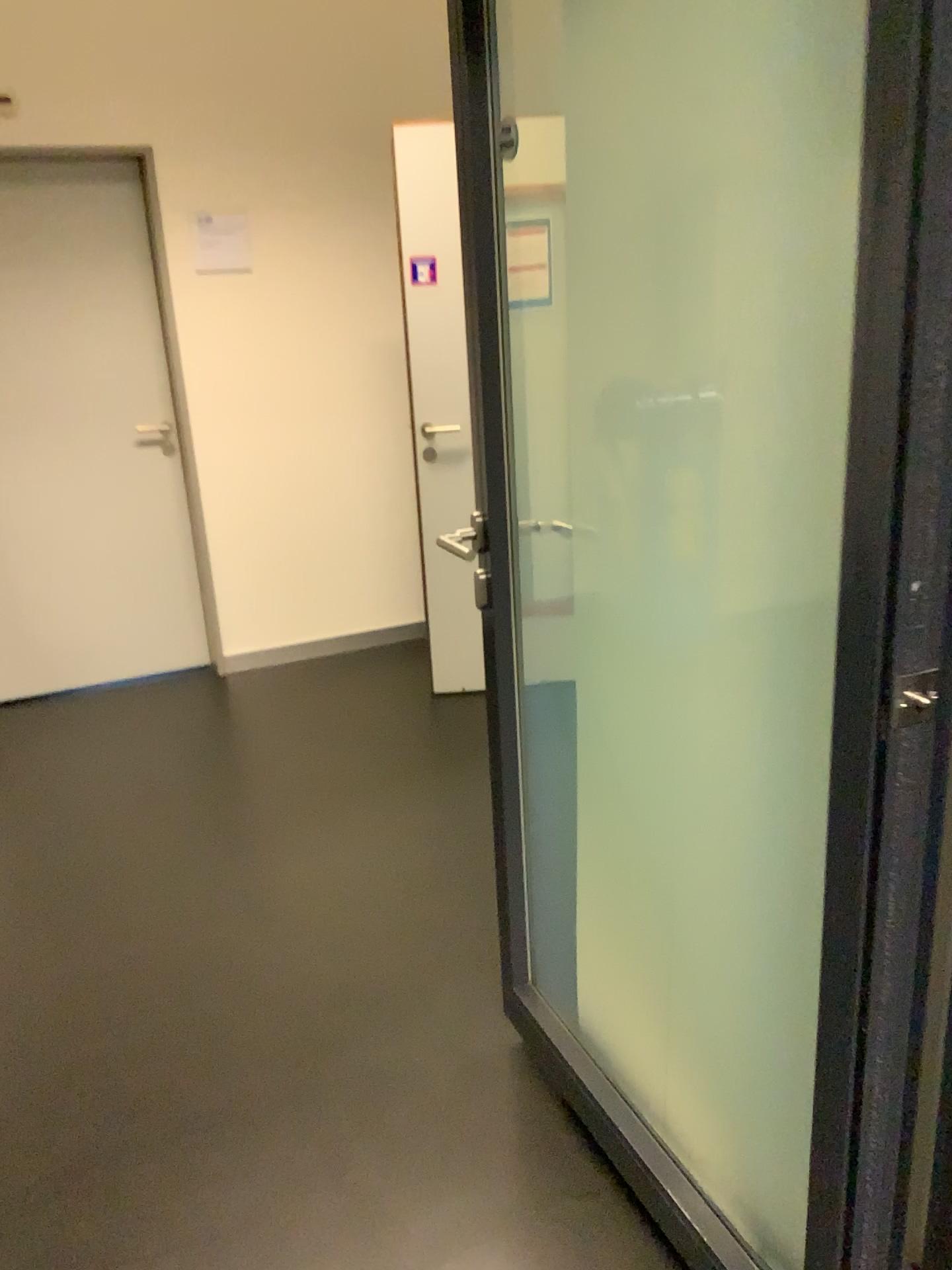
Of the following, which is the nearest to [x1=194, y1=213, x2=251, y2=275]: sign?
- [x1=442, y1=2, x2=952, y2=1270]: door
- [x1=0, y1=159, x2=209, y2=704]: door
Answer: [x1=0, y1=159, x2=209, y2=704]: door

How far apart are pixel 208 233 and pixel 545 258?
2.8m

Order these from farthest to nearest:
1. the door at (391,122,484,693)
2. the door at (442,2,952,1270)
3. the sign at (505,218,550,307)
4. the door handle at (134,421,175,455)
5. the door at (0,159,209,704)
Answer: the door handle at (134,421,175,455) → the door at (0,159,209,704) → the door at (391,122,484,693) → the sign at (505,218,550,307) → the door at (442,2,952,1270)

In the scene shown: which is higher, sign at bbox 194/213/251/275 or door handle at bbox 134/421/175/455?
sign at bbox 194/213/251/275

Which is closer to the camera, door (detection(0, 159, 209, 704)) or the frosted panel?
the frosted panel

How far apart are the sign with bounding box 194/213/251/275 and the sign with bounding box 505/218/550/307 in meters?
2.7 m

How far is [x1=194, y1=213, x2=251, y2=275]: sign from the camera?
4.0 meters

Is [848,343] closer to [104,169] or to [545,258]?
[545,258]

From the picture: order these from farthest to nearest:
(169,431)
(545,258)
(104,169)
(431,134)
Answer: (169,431) < (104,169) < (431,134) < (545,258)

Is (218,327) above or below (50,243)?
below
